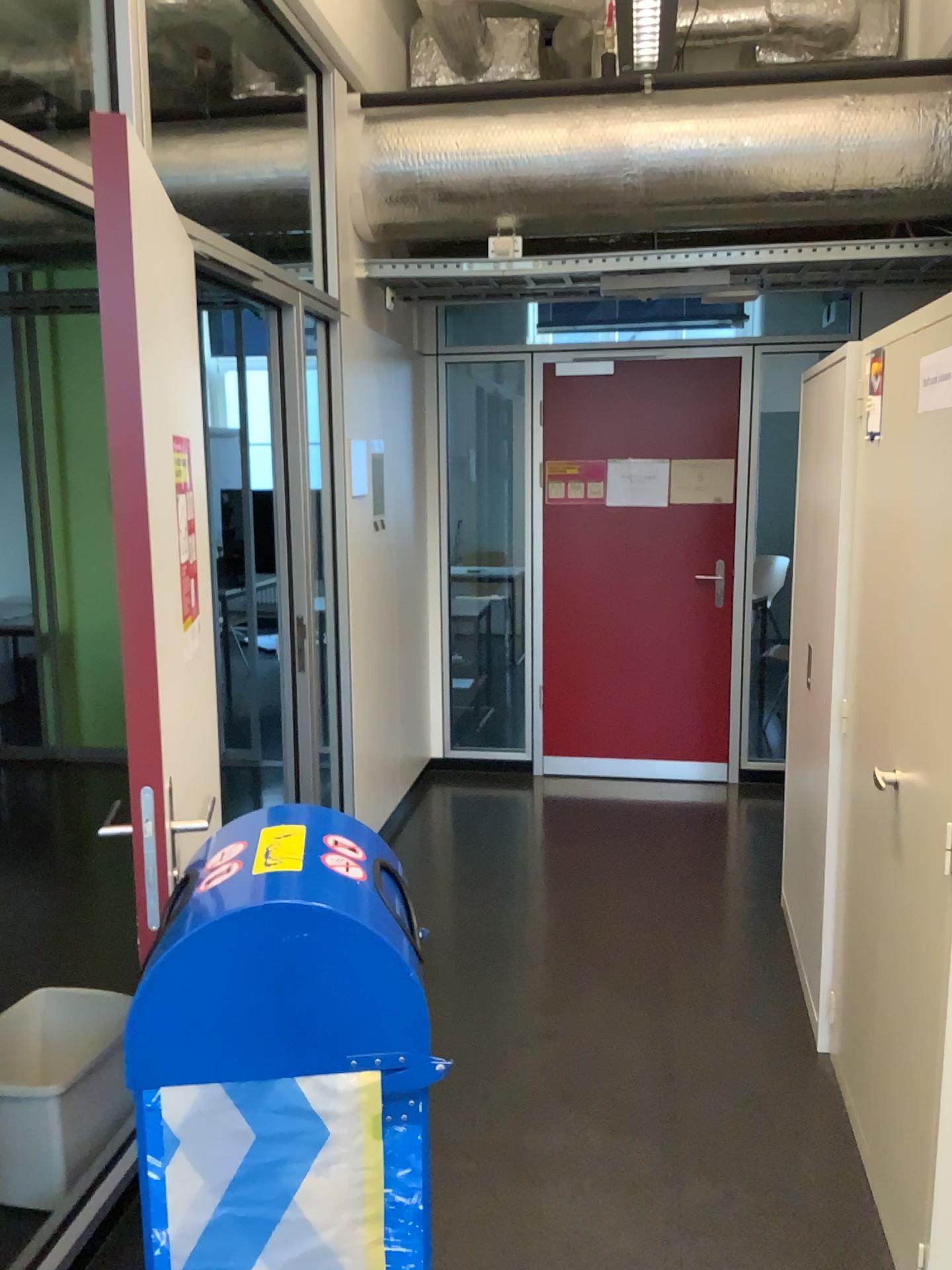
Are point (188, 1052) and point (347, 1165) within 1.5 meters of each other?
yes

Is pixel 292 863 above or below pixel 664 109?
below

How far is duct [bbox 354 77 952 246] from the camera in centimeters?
359cm

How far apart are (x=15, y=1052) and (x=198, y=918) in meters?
1.3

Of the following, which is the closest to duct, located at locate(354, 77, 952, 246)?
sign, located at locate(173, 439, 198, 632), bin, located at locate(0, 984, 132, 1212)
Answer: sign, located at locate(173, 439, 198, 632)

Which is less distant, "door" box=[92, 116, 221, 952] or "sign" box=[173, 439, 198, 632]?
"door" box=[92, 116, 221, 952]

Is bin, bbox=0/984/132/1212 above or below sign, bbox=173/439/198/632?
below

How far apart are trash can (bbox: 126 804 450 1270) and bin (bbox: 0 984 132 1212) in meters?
1.0 m

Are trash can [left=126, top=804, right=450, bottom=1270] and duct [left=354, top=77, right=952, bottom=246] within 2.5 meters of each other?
no

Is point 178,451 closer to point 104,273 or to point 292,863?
point 104,273
